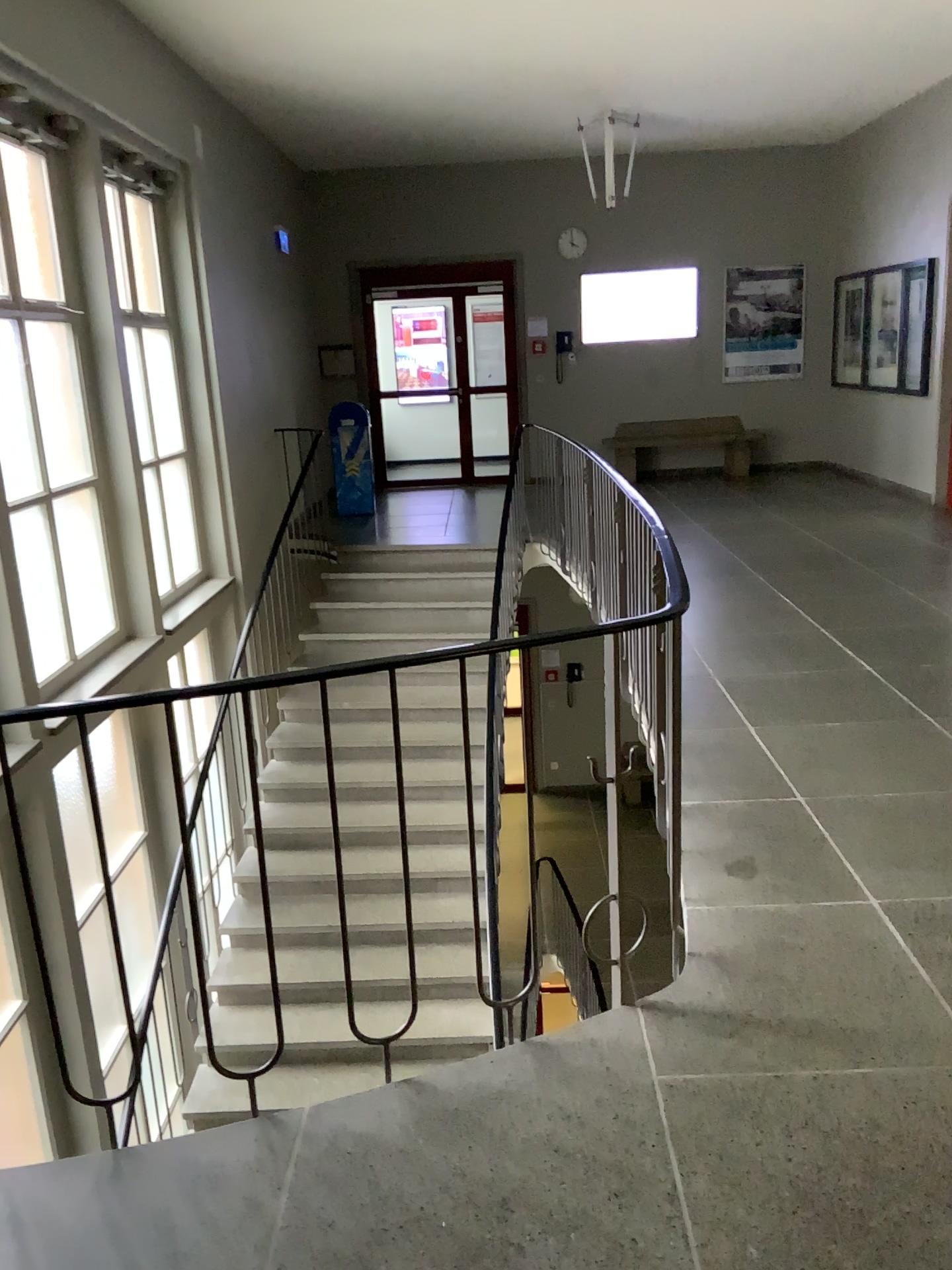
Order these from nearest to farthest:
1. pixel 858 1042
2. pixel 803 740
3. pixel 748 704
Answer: pixel 858 1042 < pixel 803 740 < pixel 748 704
